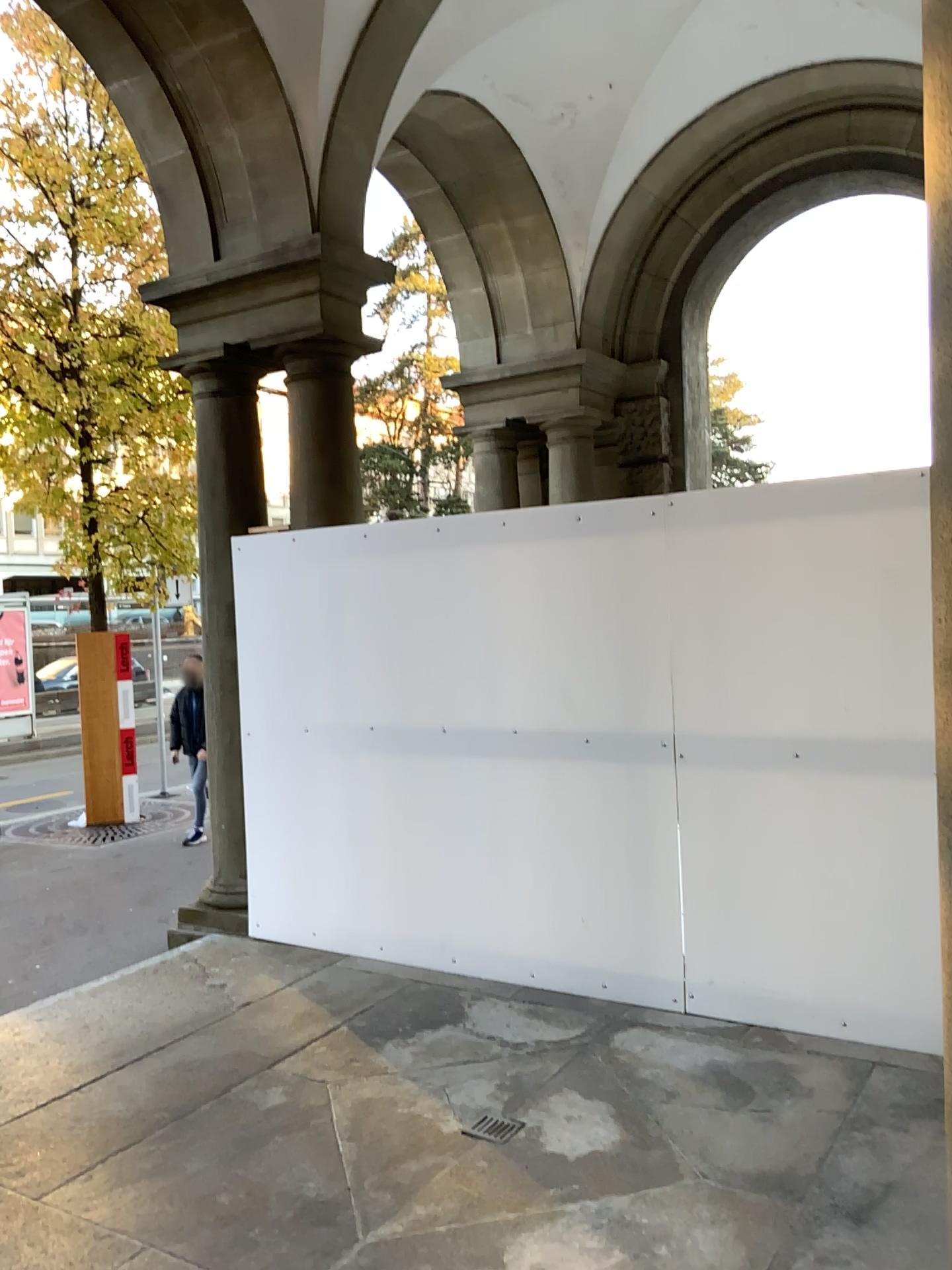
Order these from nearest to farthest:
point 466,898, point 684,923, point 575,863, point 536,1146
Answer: point 536,1146 < point 684,923 < point 575,863 < point 466,898
